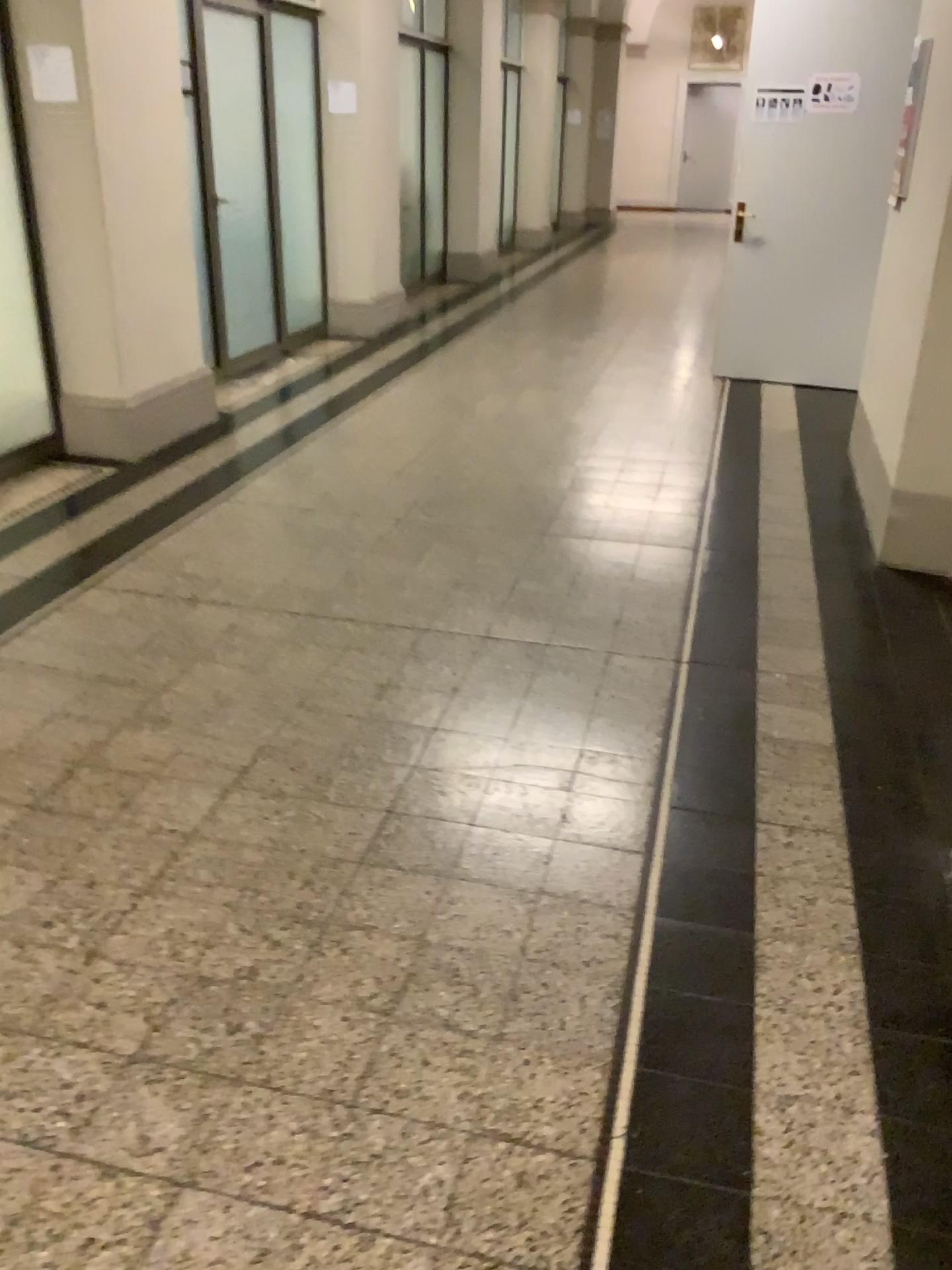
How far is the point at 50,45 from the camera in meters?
4.3 m

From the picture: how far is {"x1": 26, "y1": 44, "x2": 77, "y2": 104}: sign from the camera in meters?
4.3 m

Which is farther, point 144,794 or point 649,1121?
point 144,794
